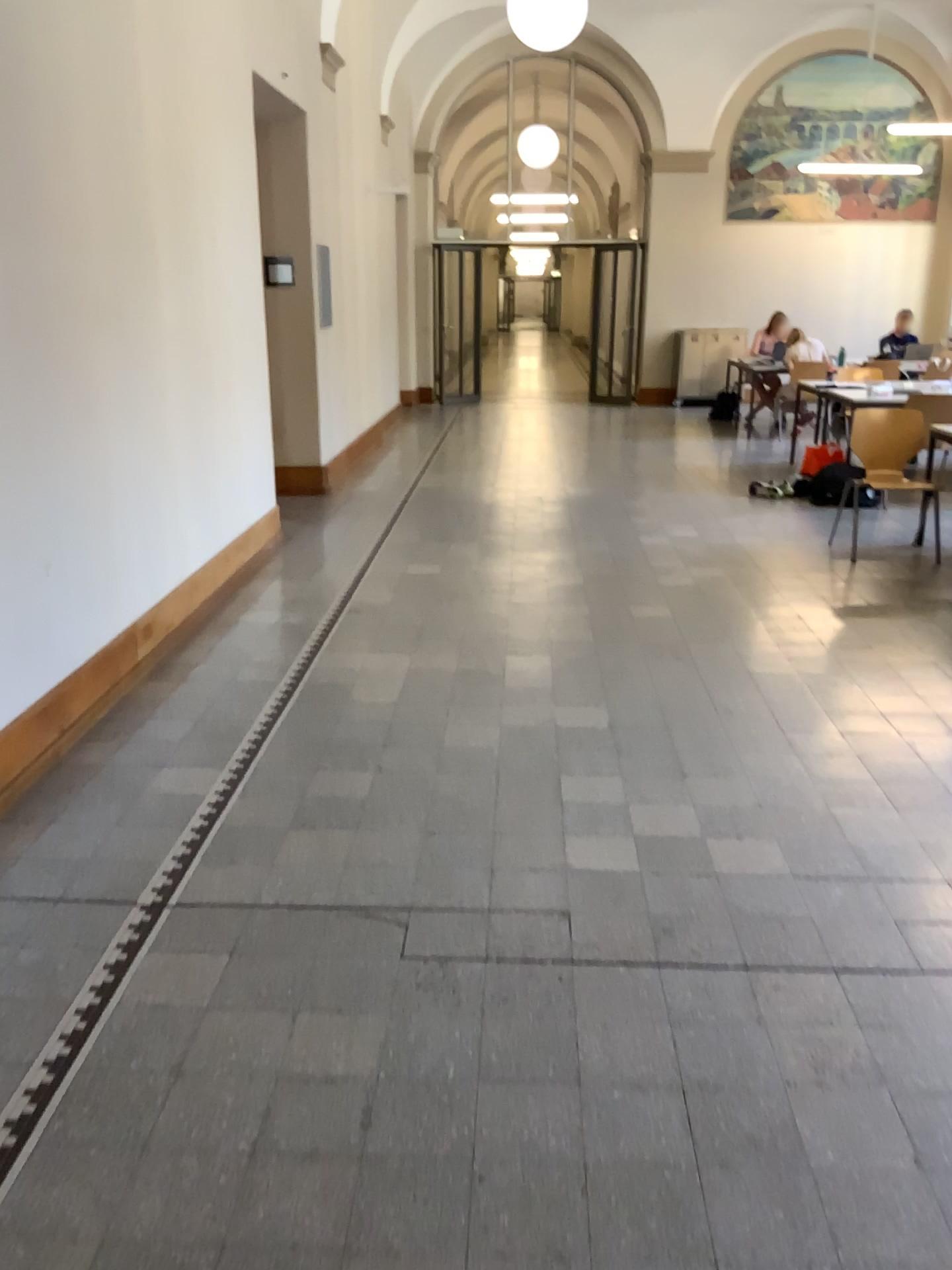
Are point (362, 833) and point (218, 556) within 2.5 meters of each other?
no
